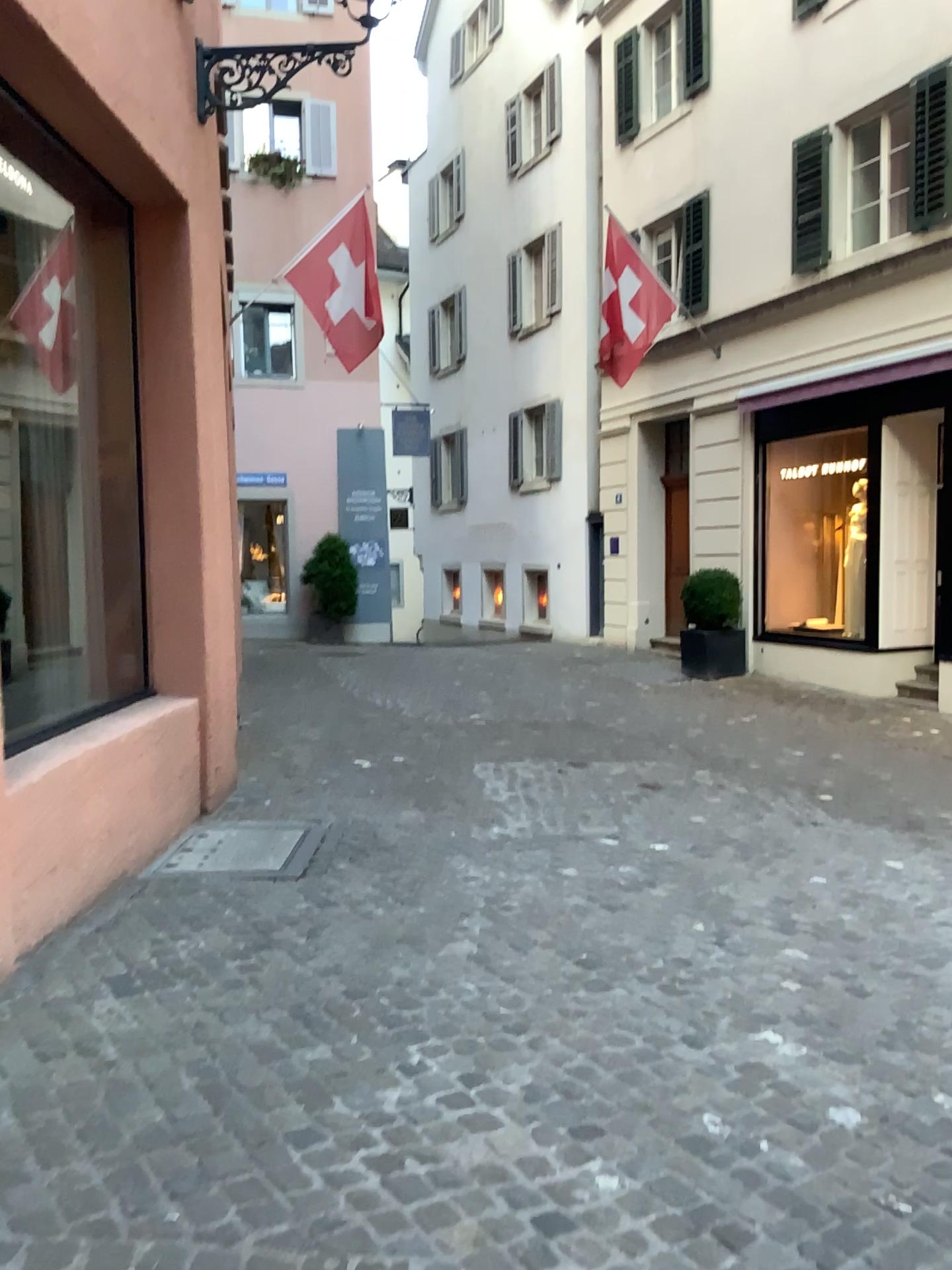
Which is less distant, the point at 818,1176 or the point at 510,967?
the point at 818,1176
